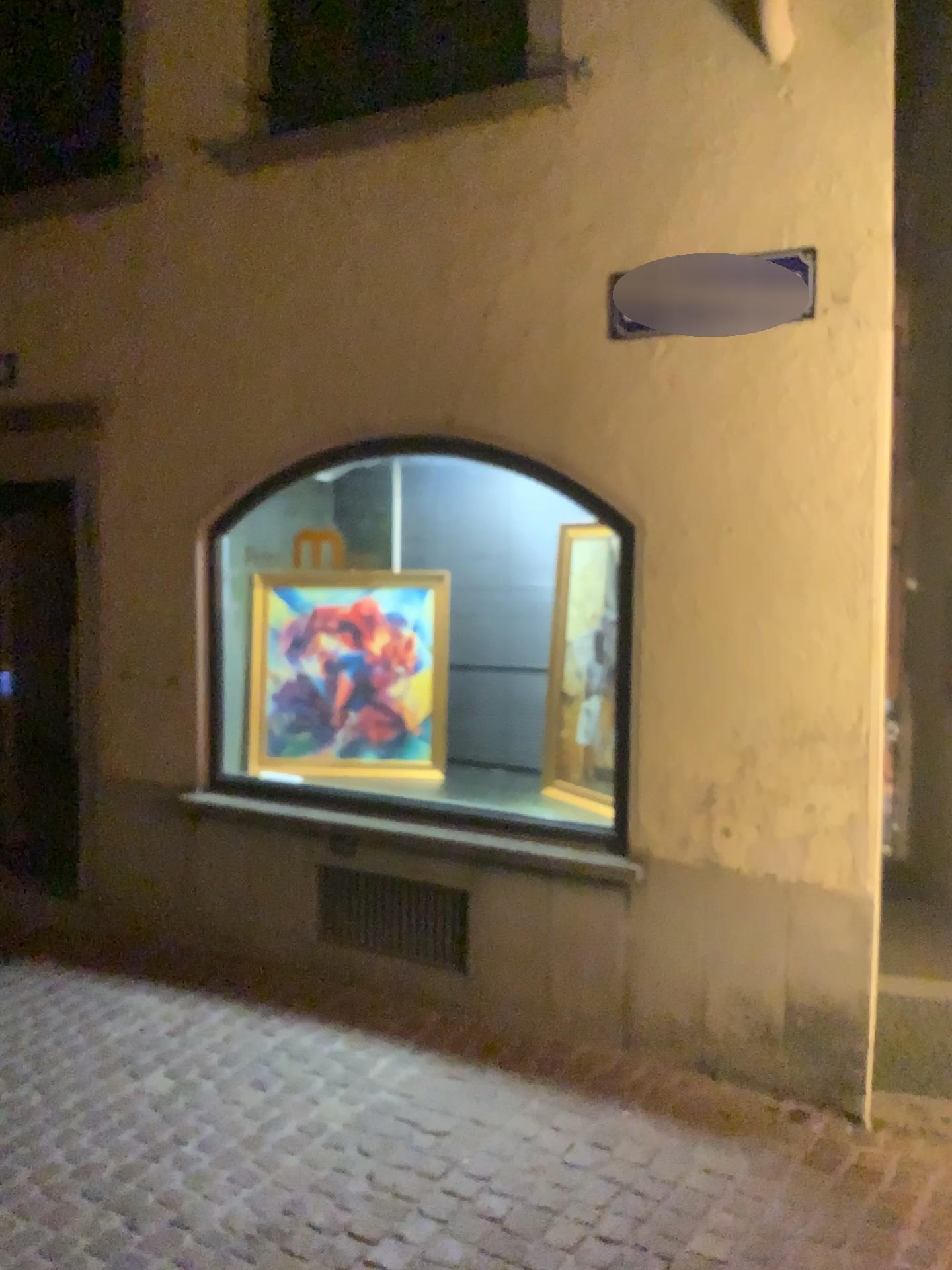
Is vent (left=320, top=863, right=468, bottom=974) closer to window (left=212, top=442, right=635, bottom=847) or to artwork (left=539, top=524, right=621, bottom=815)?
window (left=212, top=442, right=635, bottom=847)

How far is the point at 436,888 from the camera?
4.03m

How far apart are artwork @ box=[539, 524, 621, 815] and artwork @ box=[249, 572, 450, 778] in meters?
0.6

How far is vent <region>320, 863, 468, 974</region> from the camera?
4.0m

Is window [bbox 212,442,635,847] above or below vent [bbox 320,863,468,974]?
above

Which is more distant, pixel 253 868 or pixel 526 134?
pixel 253 868

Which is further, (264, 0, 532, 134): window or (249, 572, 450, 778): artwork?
(249, 572, 450, 778): artwork

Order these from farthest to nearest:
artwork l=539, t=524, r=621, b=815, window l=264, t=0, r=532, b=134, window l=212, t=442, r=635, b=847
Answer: window l=212, t=442, r=635, b=847, artwork l=539, t=524, r=621, b=815, window l=264, t=0, r=532, b=134

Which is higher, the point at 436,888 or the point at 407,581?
the point at 407,581

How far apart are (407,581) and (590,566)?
1.0 meters
